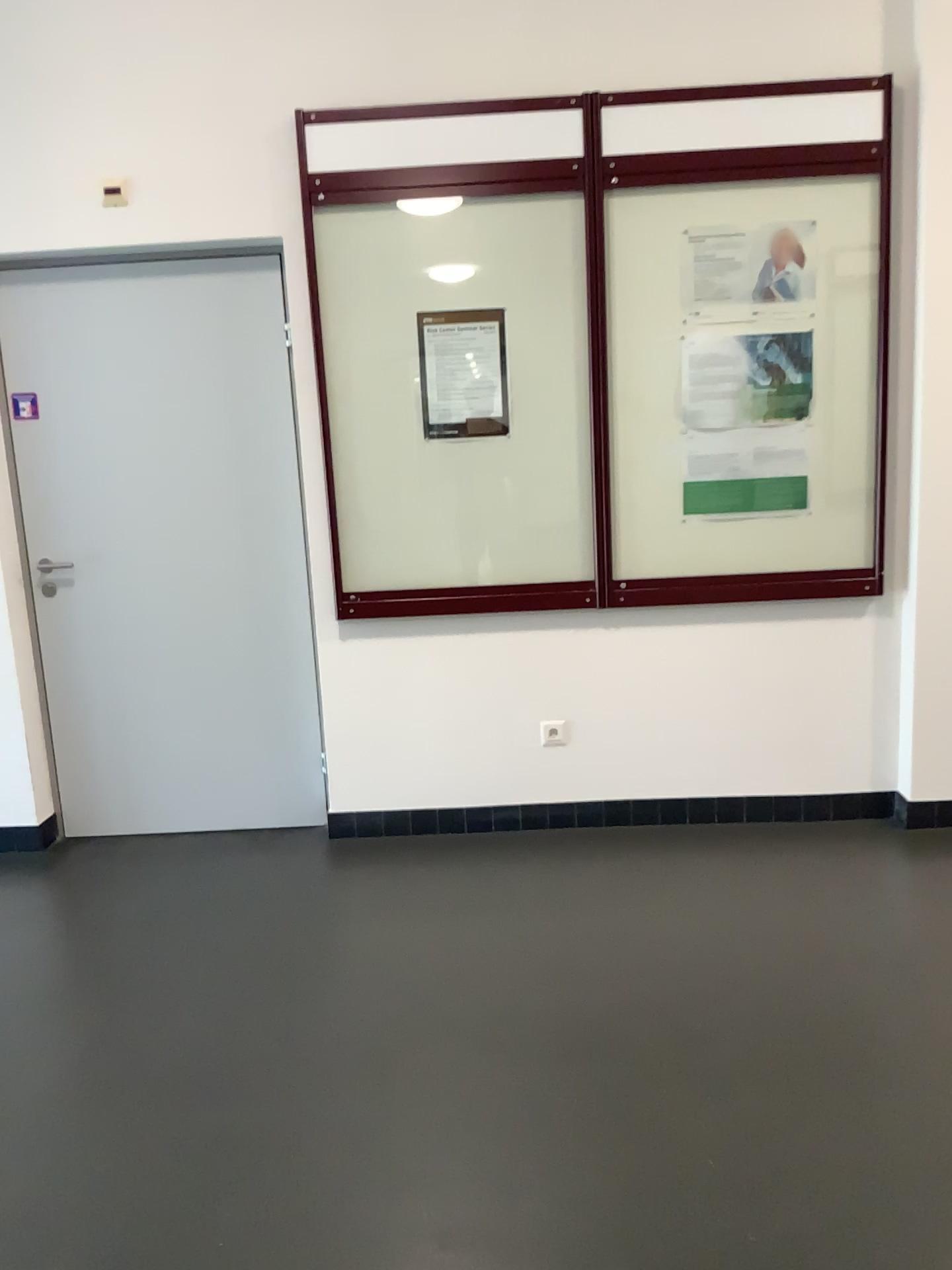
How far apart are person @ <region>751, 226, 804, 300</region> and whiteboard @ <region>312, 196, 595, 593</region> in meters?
0.6

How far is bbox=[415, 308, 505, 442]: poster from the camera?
3.4m

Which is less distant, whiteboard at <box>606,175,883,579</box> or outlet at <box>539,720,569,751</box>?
whiteboard at <box>606,175,883,579</box>

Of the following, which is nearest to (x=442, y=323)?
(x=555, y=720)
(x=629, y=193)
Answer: (x=629, y=193)

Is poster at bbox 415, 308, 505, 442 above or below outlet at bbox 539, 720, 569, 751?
above

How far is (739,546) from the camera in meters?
3.5

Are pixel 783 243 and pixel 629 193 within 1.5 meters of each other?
yes

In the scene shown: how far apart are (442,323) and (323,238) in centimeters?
46cm

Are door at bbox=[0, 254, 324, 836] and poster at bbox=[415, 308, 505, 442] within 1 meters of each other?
yes

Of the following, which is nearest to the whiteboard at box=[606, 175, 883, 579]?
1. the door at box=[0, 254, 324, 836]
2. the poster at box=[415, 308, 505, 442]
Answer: the poster at box=[415, 308, 505, 442]
